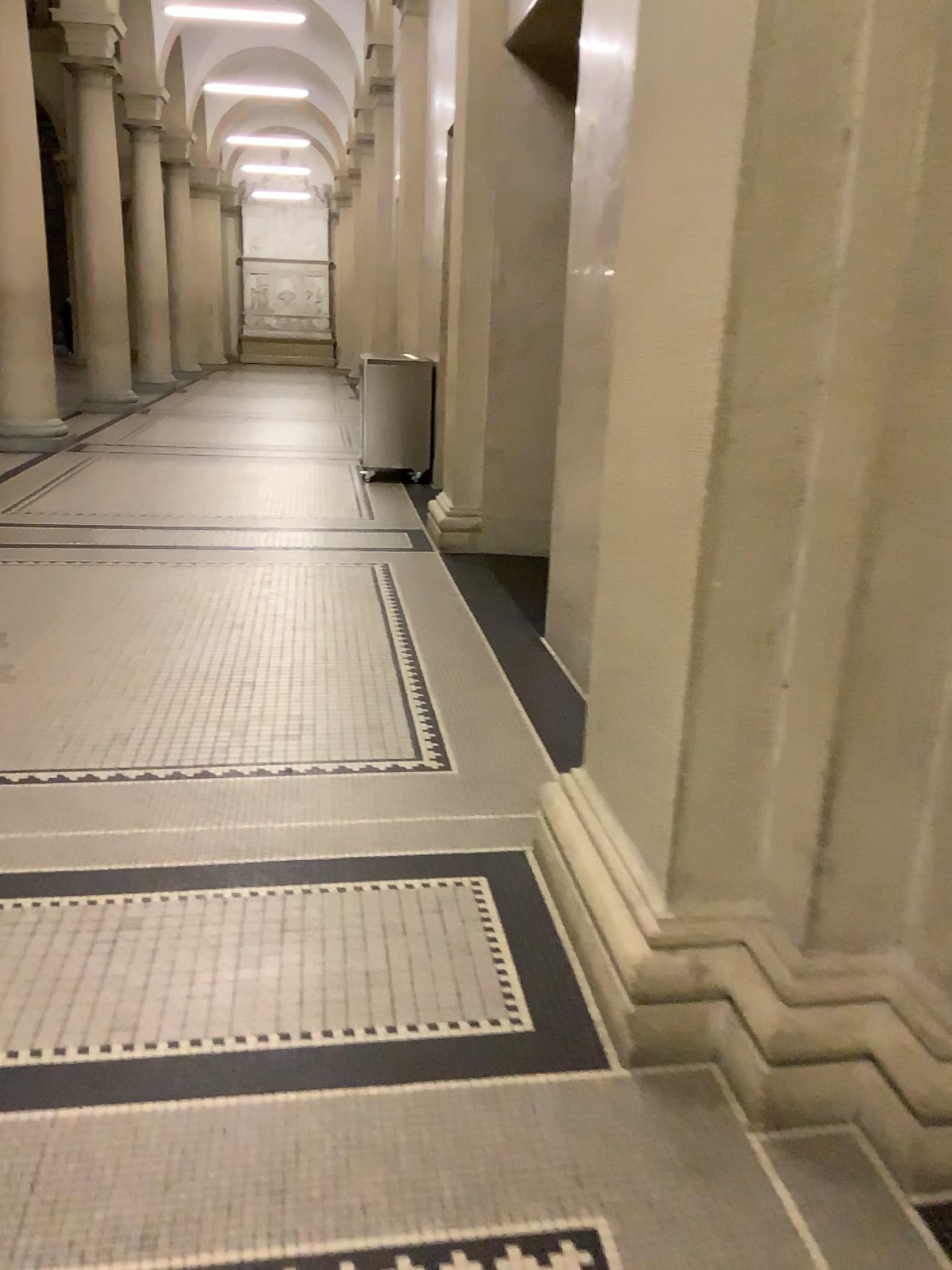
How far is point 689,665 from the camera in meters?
1.8

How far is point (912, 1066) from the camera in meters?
1.7

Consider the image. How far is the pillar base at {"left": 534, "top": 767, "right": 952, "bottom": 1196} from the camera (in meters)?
1.68
